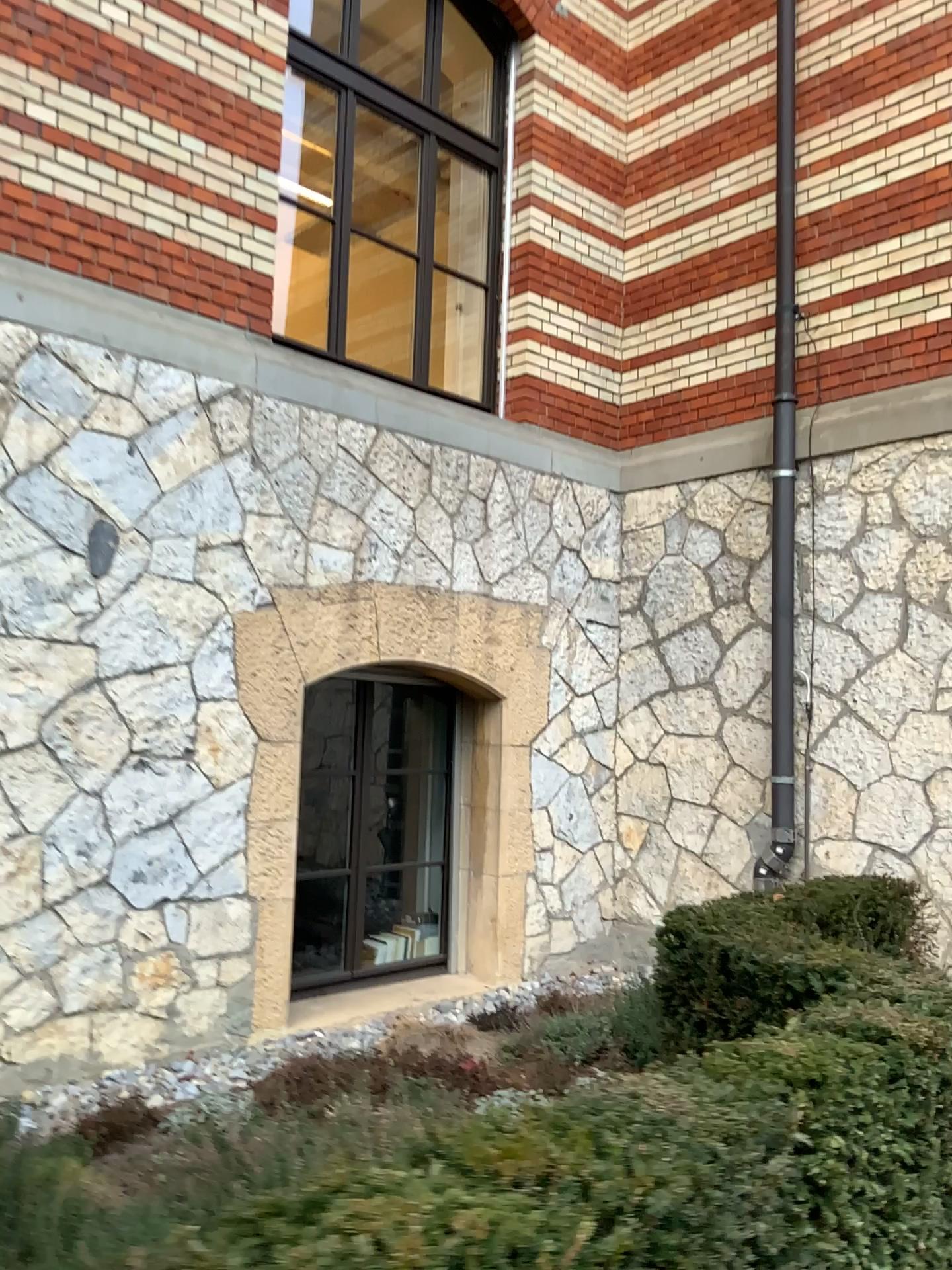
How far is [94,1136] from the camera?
3.2m

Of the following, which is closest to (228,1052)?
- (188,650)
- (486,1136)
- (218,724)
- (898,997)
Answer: (218,724)

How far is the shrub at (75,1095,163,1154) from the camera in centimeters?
321cm
